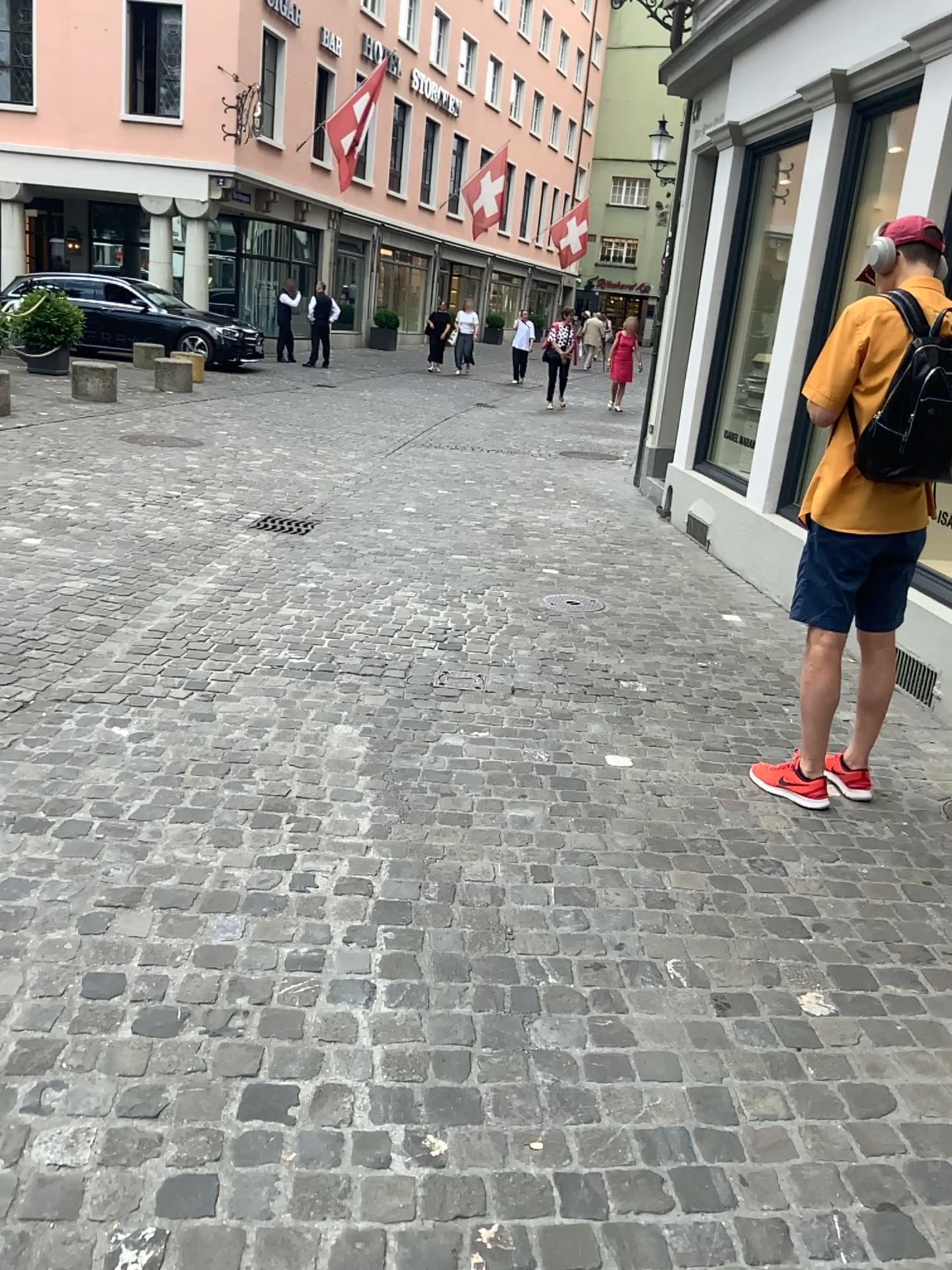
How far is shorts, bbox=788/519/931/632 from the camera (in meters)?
3.07

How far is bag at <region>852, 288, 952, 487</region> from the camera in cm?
276

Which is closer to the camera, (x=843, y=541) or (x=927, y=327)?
(x=927, y=327)

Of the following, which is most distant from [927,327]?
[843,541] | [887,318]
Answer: [843,541]

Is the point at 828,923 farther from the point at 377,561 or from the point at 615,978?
the point at 377,561

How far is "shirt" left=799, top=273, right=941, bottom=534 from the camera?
2.9 meters

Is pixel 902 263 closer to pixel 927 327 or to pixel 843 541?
pixel 927 327

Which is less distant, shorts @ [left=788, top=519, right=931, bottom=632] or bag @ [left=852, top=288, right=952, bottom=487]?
bag @ [left=852, top=288, right=952, bottom=487]
